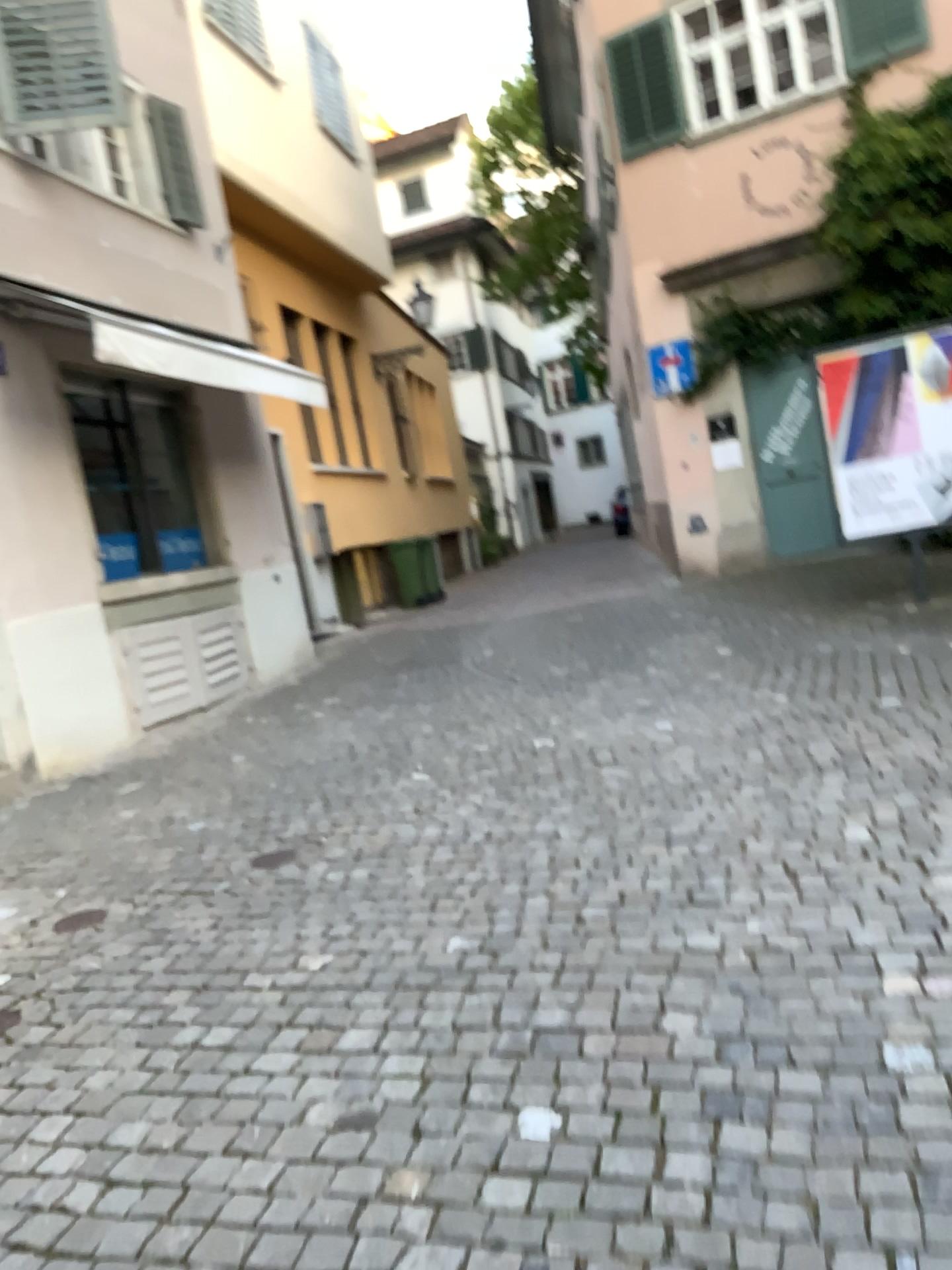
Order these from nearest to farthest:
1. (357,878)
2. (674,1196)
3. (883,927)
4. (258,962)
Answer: (674,1196) → (883,927) → (258,962) → (357,878)
